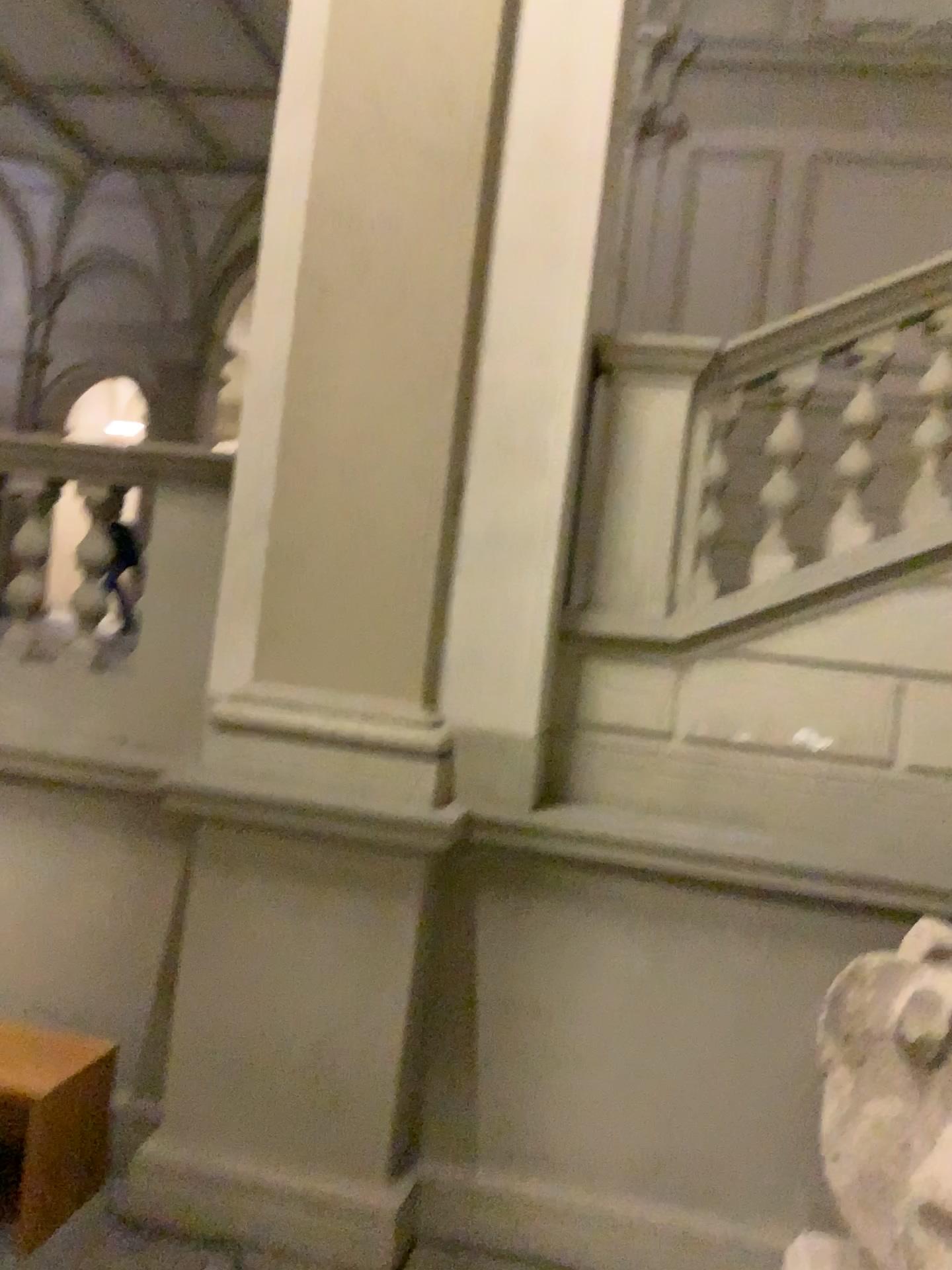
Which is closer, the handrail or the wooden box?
the wooden box

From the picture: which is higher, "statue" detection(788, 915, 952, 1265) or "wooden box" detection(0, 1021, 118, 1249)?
"statue" detection(788, 915, 952, 1265)

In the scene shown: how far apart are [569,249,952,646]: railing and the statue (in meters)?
1.43

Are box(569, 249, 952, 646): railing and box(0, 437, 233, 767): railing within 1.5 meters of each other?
yes

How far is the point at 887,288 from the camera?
3.37m

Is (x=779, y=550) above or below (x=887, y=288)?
below

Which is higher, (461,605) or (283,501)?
(283,501)

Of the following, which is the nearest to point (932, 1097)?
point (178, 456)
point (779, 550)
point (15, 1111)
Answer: point (779, 550)

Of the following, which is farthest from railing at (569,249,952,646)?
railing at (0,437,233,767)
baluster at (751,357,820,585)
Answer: railing at (0,437,233,767)

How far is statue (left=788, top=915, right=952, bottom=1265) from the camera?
1.97m
